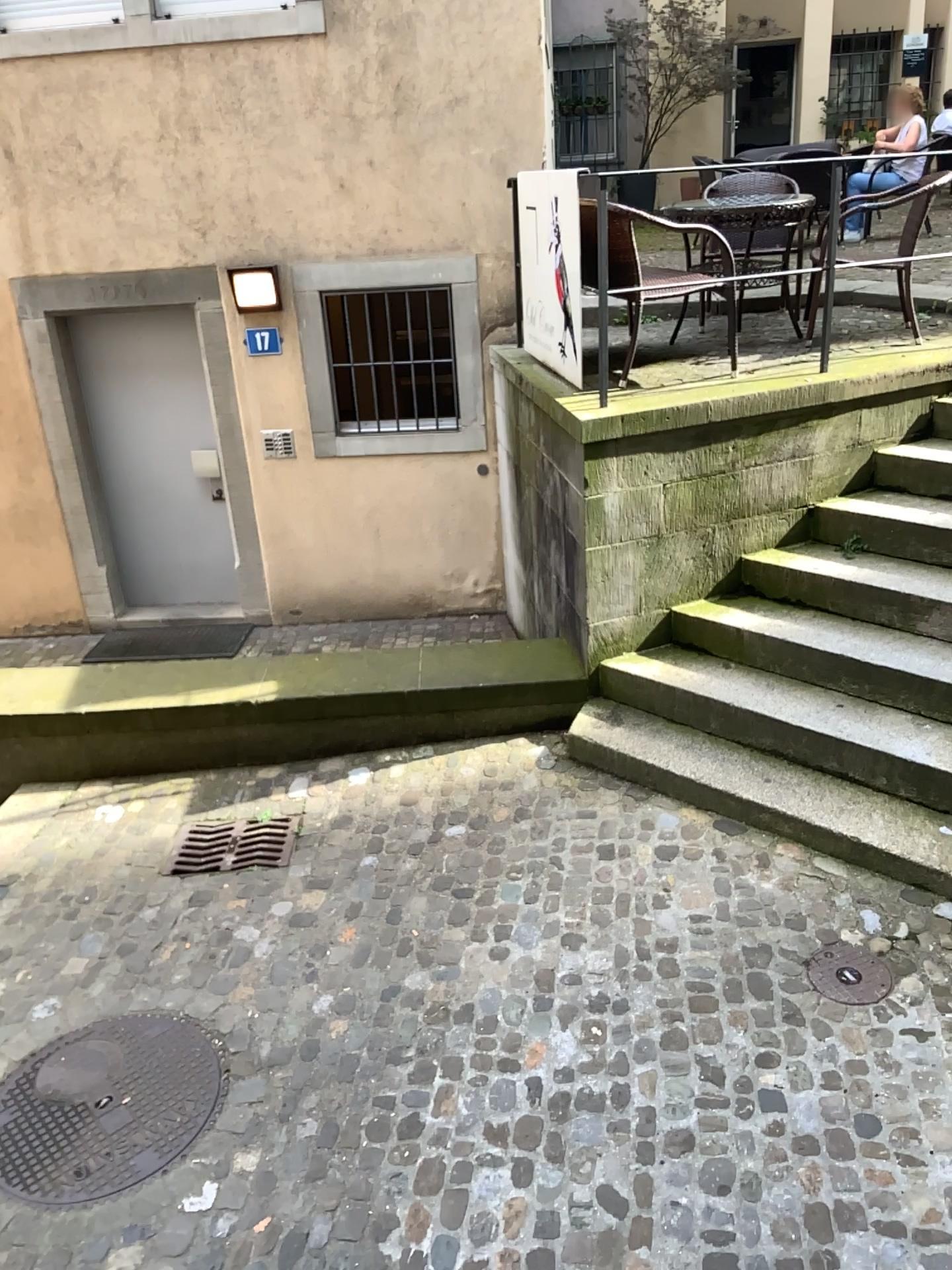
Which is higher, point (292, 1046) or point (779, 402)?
point (779, 402)

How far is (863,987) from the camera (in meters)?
3.26

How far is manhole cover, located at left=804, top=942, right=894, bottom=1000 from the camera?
3.3m

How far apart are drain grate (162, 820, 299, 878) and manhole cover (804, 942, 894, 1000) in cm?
205

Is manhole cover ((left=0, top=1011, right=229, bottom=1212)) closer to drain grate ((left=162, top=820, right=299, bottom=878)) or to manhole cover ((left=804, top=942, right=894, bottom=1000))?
drain grate ((left=162, top=820, right=299, bottom=878))

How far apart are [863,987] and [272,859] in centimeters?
225cm

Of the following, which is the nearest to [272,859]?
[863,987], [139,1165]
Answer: [139,1165]

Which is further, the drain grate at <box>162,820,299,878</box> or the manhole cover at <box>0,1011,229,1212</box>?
the drain grate at <box>162,820,299,878</box>

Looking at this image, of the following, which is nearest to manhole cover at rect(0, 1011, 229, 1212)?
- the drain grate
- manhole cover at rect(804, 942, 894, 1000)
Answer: the drain grate

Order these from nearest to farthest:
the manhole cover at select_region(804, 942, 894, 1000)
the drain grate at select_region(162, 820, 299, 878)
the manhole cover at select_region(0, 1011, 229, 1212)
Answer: the manhole cover at select_region(0, 1011, 229, 1212) → the manhole cover at select_region(804, 942, 894, 1000) → the drain grate at select_region(162, 820, 299, 878)
